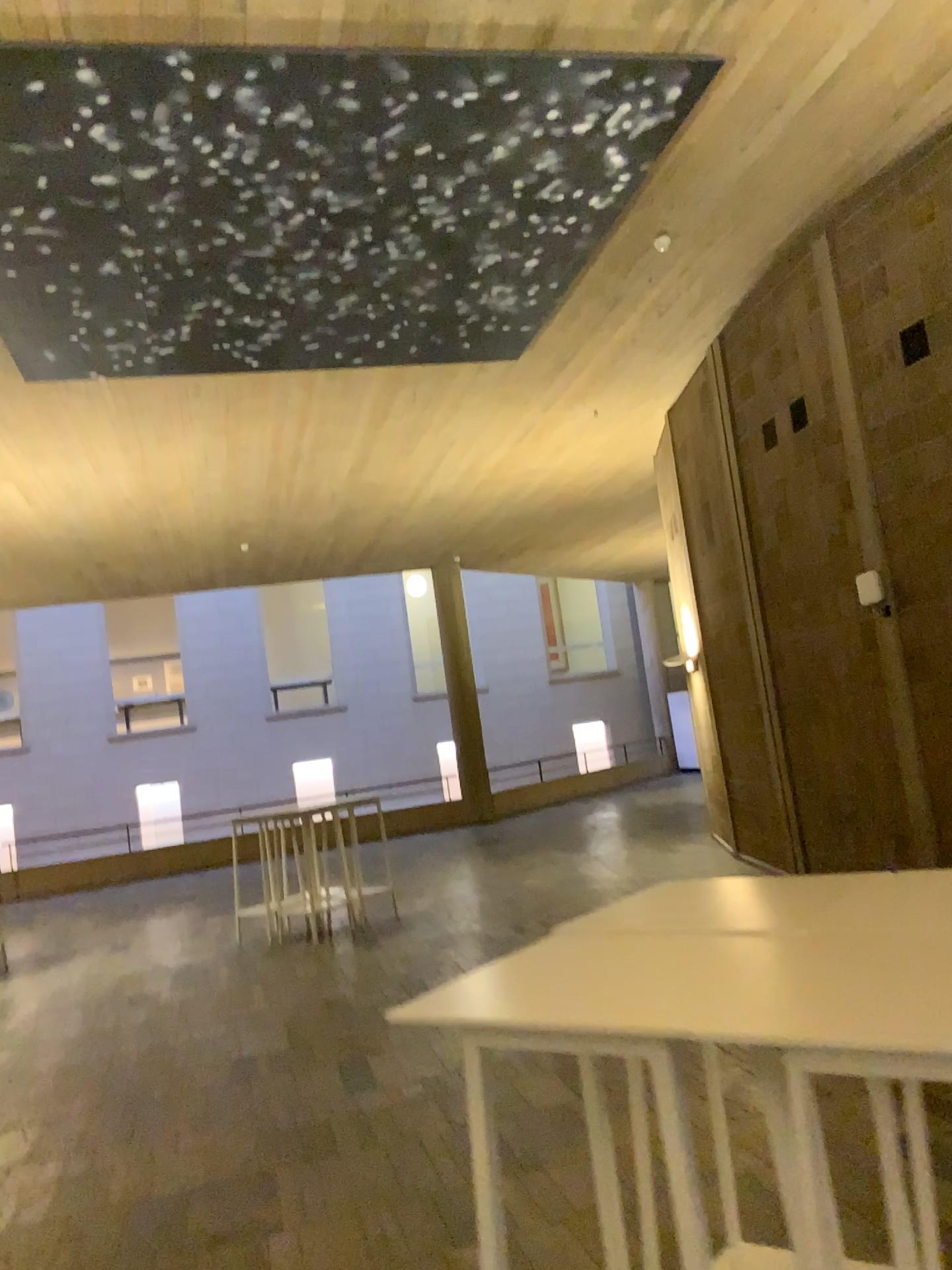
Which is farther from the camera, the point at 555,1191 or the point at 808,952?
the point at 555,1191
